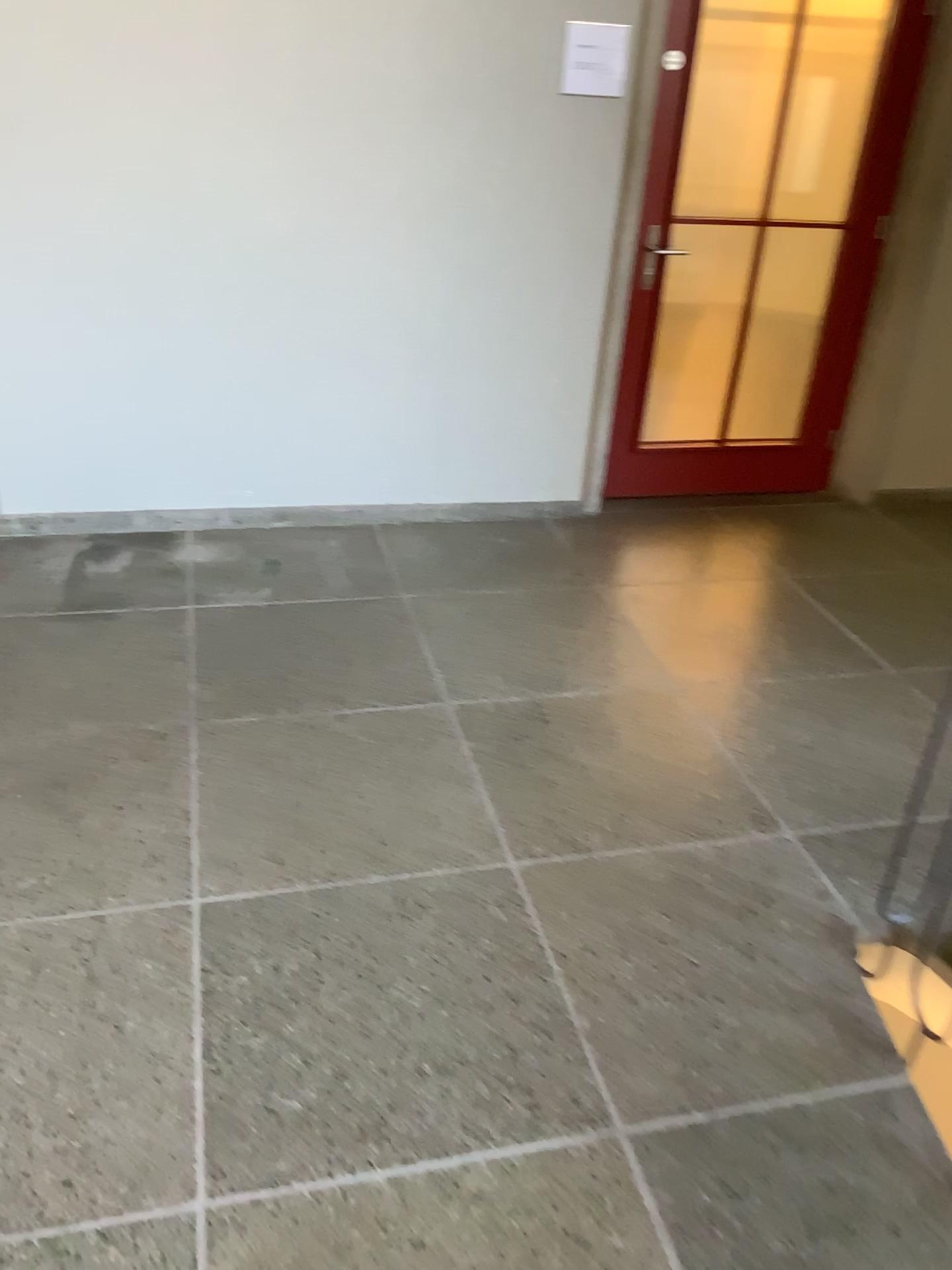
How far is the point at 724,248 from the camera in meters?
4.0 m

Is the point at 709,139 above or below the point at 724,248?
above

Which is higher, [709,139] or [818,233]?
[709,139]

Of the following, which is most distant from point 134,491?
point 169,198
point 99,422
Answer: point 169,198

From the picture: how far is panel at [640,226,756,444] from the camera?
4.0m
